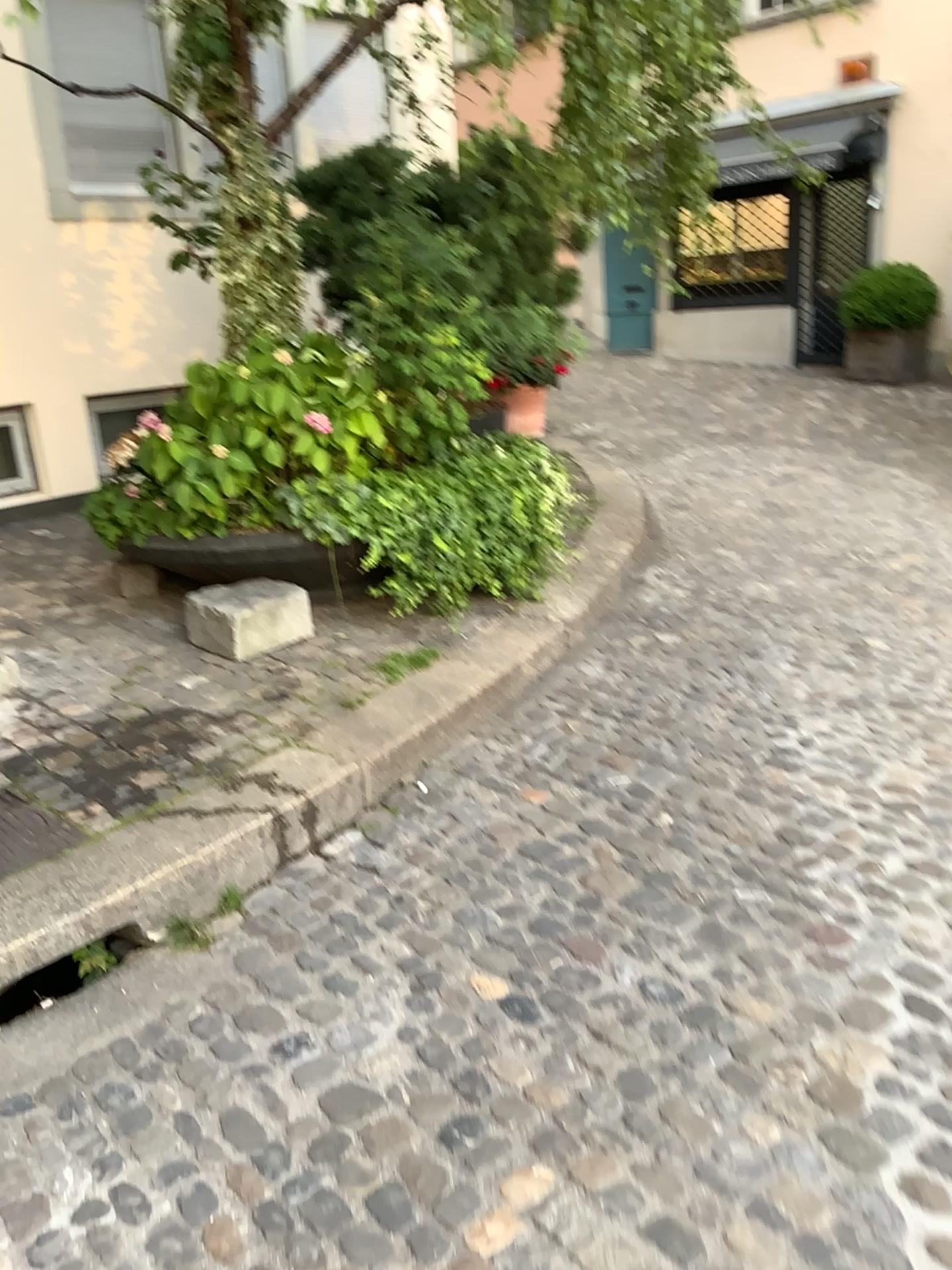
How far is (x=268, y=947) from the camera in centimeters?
263cm
